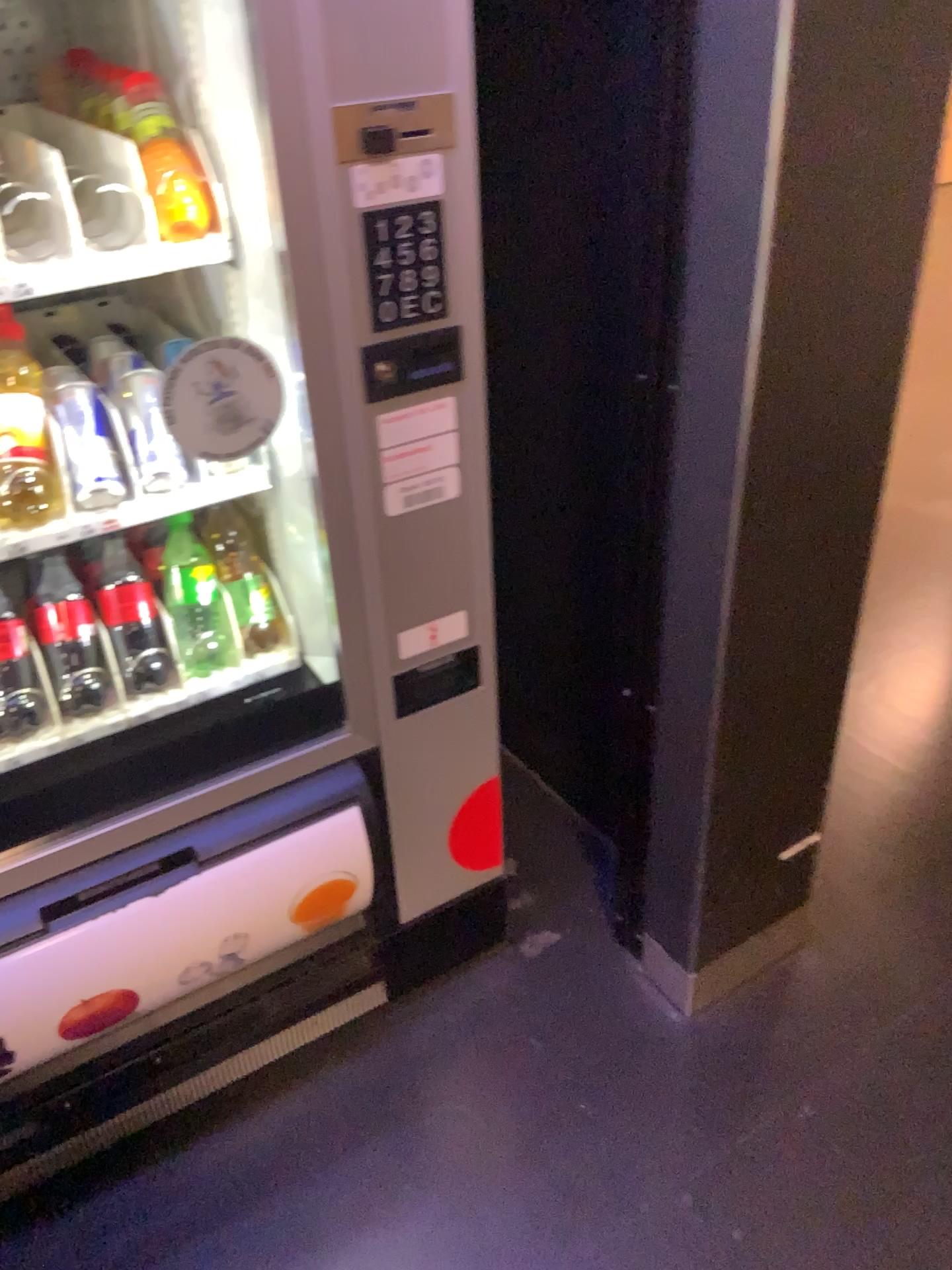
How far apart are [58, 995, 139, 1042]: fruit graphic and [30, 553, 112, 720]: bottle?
0.4m

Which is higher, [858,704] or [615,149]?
[615,149]

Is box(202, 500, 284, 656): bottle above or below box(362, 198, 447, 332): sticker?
below

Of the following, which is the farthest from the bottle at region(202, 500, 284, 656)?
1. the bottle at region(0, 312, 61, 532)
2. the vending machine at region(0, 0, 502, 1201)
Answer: the bottle at region(0, 312, 61, 532)

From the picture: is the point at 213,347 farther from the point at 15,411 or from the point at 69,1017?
the point at 69,1017

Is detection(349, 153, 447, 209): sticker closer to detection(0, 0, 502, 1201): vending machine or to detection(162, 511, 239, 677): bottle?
detection(0, 0, 502, 1201): vending machine

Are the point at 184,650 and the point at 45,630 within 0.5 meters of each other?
yes

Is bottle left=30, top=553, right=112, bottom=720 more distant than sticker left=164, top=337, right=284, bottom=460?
Yes

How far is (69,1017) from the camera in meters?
1.2

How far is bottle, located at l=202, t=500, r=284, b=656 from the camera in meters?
1.4
